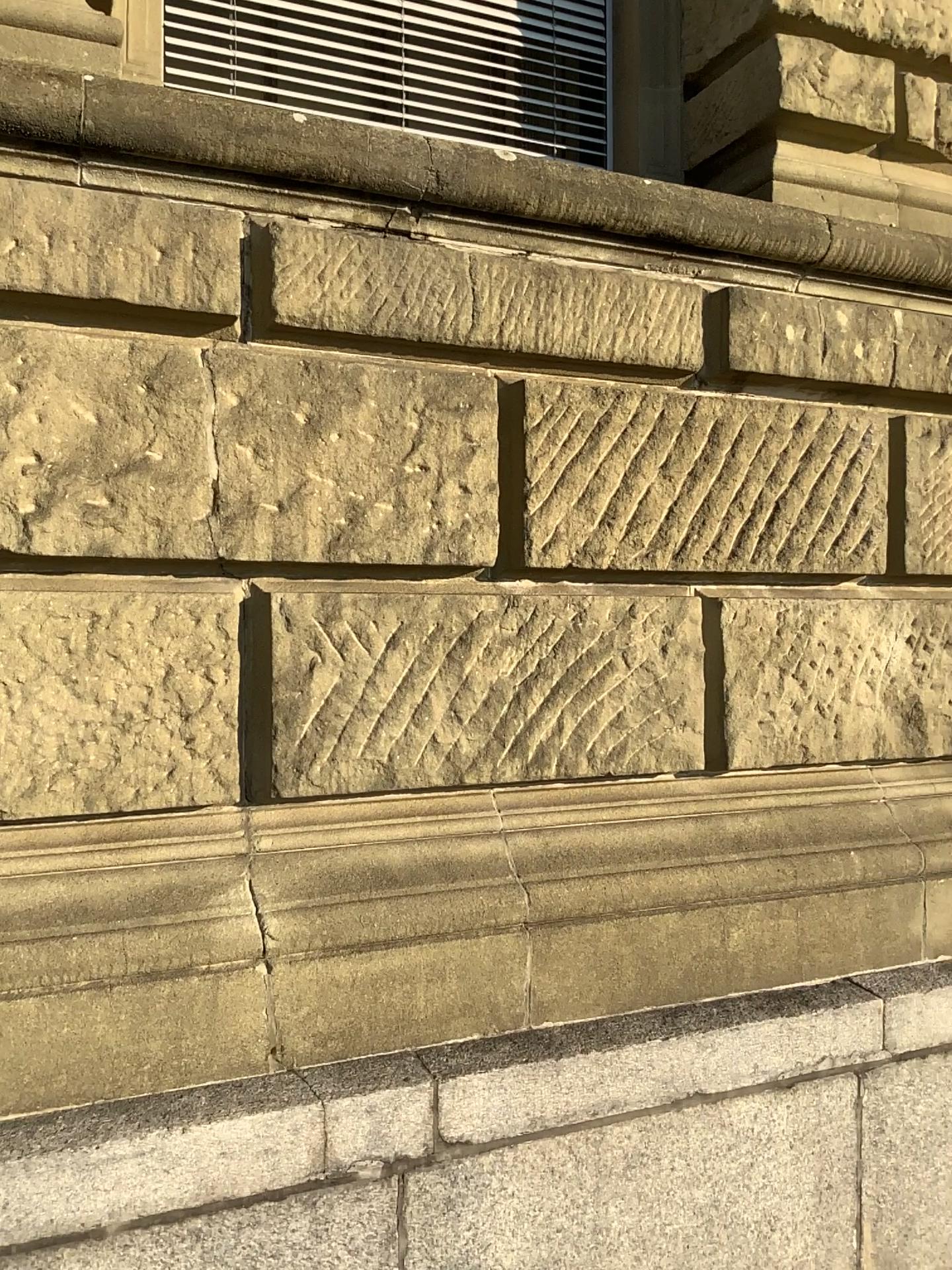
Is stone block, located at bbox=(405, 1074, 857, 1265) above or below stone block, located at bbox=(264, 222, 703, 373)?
below

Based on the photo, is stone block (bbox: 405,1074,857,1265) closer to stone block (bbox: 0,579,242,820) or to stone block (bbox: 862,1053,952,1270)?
stone block (bbox: 862,1053,952,1270)

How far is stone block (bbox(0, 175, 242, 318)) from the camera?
2.0m

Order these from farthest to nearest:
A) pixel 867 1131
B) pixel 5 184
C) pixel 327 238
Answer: pixel 867 1131, pixel 327 238, pixel 5 184

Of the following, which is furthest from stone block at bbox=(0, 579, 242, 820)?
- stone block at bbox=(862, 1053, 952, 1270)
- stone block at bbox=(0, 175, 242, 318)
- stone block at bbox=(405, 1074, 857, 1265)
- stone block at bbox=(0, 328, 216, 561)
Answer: stone block at bbox=(862, 1053, 952, 1270)

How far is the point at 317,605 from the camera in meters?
2.3

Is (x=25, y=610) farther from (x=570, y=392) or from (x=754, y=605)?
(x=754, y=605)

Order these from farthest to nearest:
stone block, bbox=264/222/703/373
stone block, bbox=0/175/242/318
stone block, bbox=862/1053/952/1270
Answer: stone block, bbox=862/1053/952/1270, stone block, bbox=264/222/703/373, stone block, bbox=0/175/242/318

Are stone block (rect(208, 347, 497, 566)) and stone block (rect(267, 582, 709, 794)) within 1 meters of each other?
yes

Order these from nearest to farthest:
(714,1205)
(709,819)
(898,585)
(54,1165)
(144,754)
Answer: (54,1165) < (144,754) < (714,1205) < (709,819) < (898,585)
